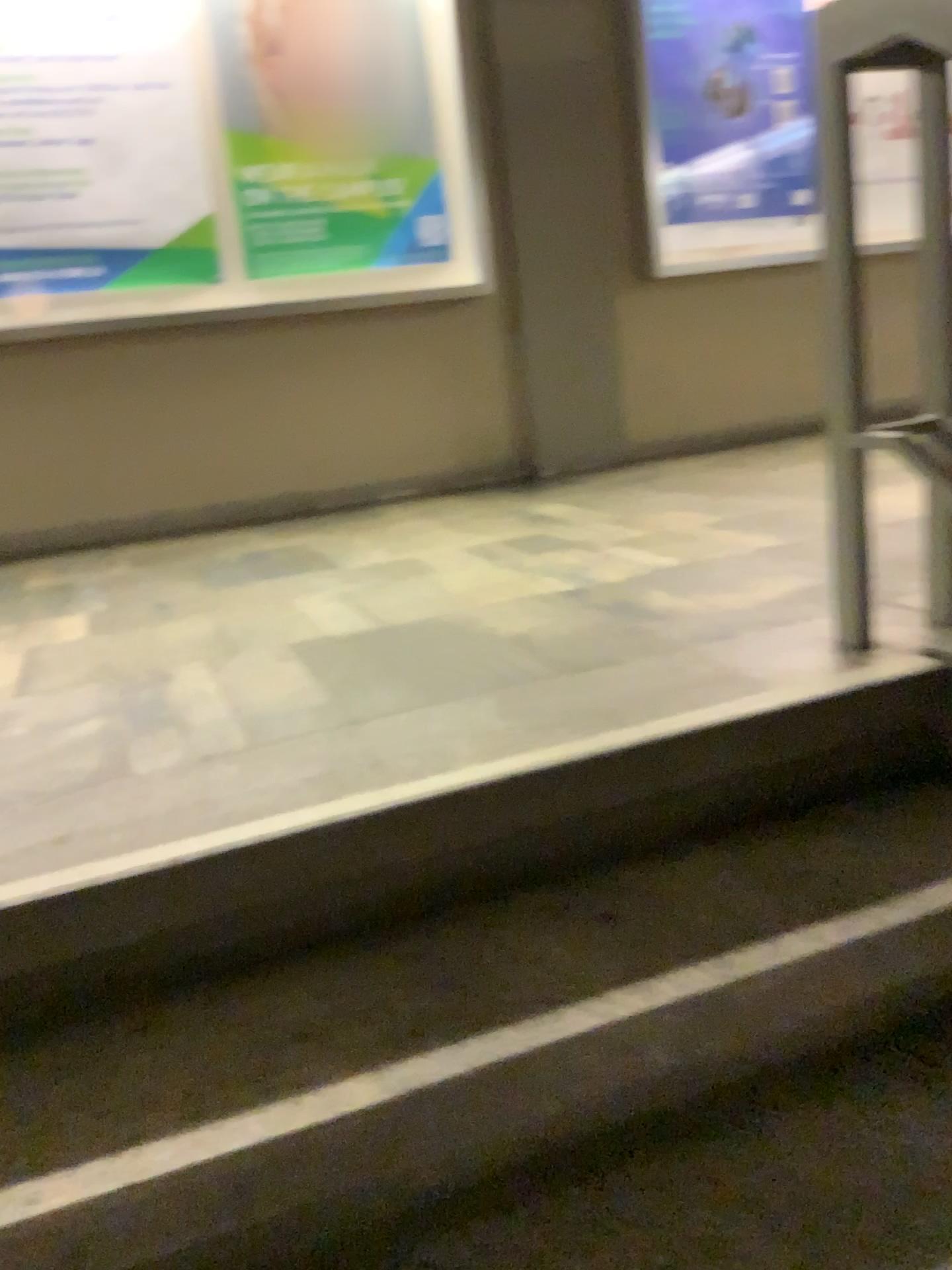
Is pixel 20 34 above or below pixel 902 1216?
above

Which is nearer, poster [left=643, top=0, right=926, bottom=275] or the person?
the person

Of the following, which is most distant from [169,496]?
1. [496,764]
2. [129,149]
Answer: [496,764]

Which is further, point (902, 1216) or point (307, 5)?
point (307, 5)

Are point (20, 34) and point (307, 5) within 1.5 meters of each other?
yes

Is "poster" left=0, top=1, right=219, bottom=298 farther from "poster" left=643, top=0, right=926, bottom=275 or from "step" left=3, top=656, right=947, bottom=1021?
"step" left=3, top=656, right=947, bottom=1021

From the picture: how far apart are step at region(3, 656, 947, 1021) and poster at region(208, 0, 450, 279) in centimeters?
316cm

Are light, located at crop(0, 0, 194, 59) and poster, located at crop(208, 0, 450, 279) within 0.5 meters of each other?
yes

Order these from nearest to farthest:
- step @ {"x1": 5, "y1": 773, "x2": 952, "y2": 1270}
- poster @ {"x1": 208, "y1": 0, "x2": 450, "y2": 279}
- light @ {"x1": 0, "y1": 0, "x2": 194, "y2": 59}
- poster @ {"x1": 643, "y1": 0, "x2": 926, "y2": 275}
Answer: step @ {"x1": 5, "y1": 773, "x2": 952, "y2": 1270}
light @ {"x1": 0, "y1": 0, "x2": 194, "y2": 59}
poster @ {"x1": 208, "y1": 0, "x2": 450, "y2": 279}
poster @ {"x1": 643, "y1": 0, "x2": 926, "y2": 275}

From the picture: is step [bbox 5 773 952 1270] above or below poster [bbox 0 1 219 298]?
below
